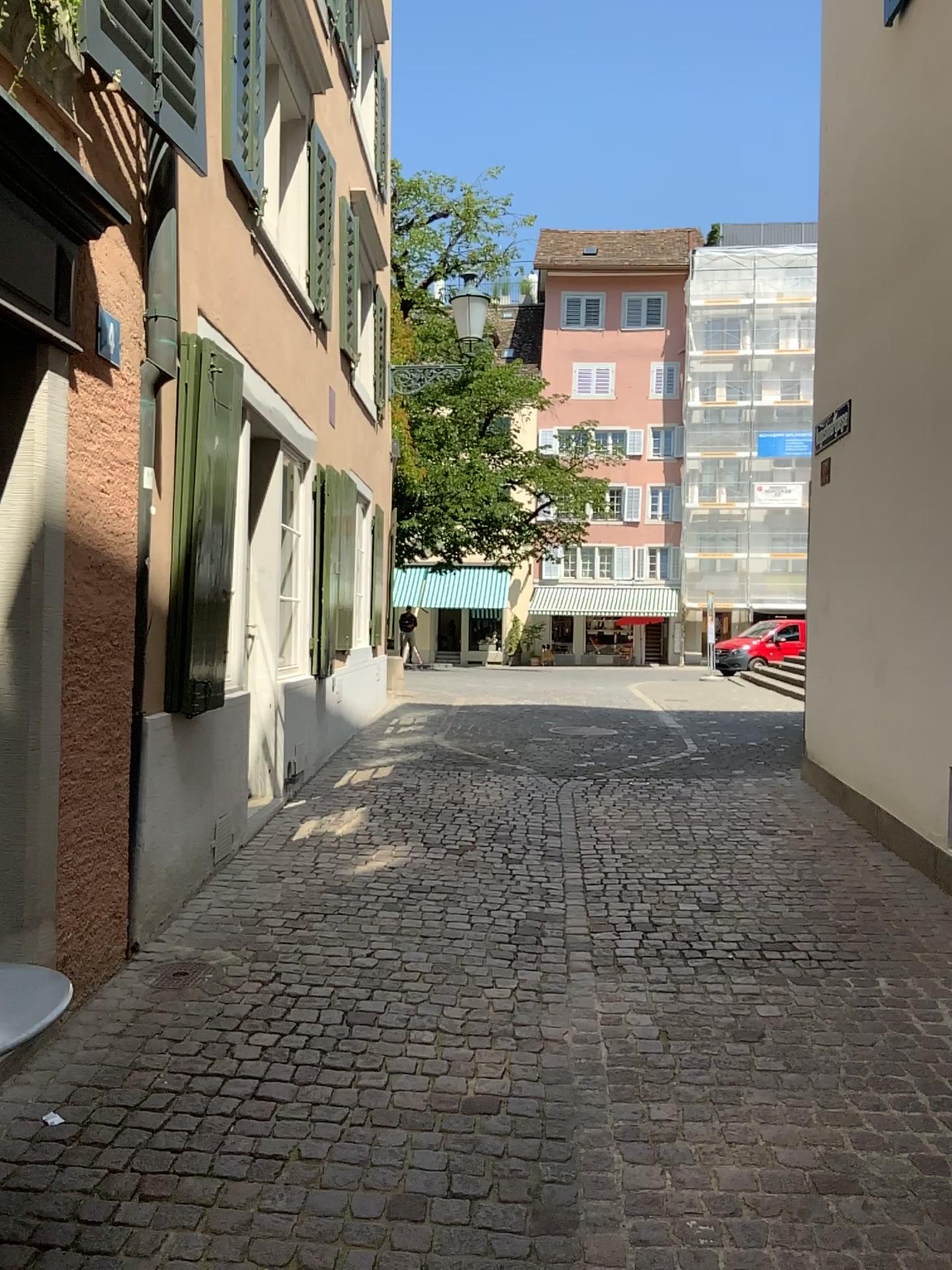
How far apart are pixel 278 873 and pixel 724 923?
2.1m
